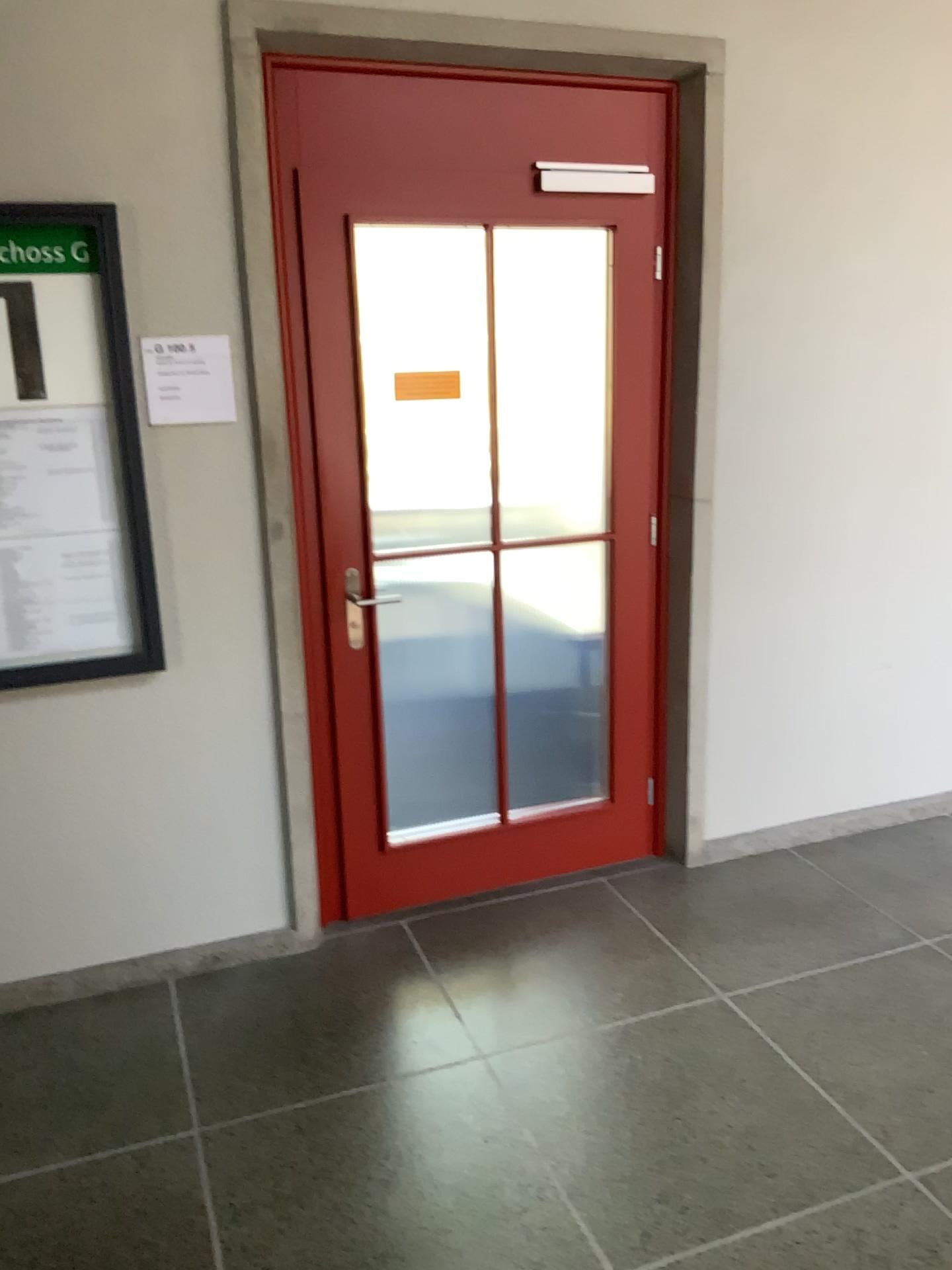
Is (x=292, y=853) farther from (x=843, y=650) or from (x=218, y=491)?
(x=843, y=650)

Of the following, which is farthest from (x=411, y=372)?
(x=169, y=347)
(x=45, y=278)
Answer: (x=45, y=278)

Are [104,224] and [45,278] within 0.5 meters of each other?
yes

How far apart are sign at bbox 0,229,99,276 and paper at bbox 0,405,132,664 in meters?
0.3

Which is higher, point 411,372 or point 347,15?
point 347,15

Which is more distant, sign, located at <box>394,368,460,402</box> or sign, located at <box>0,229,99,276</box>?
sign, located at <box>394,368,460,402</box>

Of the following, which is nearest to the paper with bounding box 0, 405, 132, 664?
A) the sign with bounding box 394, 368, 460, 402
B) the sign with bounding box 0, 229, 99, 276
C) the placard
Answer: the placard

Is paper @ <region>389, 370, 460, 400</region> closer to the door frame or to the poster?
the door frame

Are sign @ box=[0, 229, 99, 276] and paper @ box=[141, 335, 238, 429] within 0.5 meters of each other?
yes

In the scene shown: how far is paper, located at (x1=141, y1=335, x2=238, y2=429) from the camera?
2.6m
